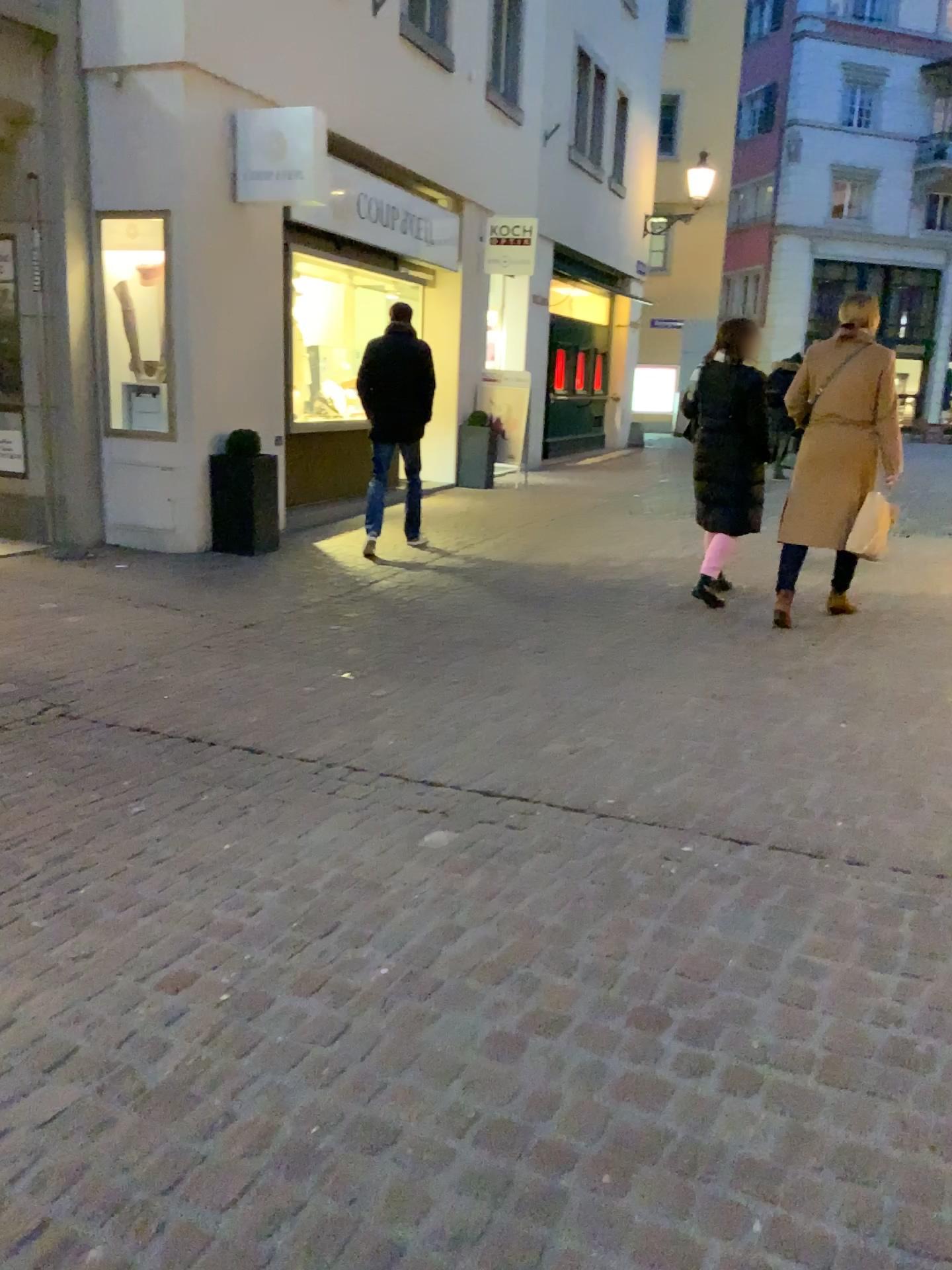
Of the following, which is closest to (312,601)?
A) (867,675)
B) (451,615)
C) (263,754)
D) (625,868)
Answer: (451,615)
